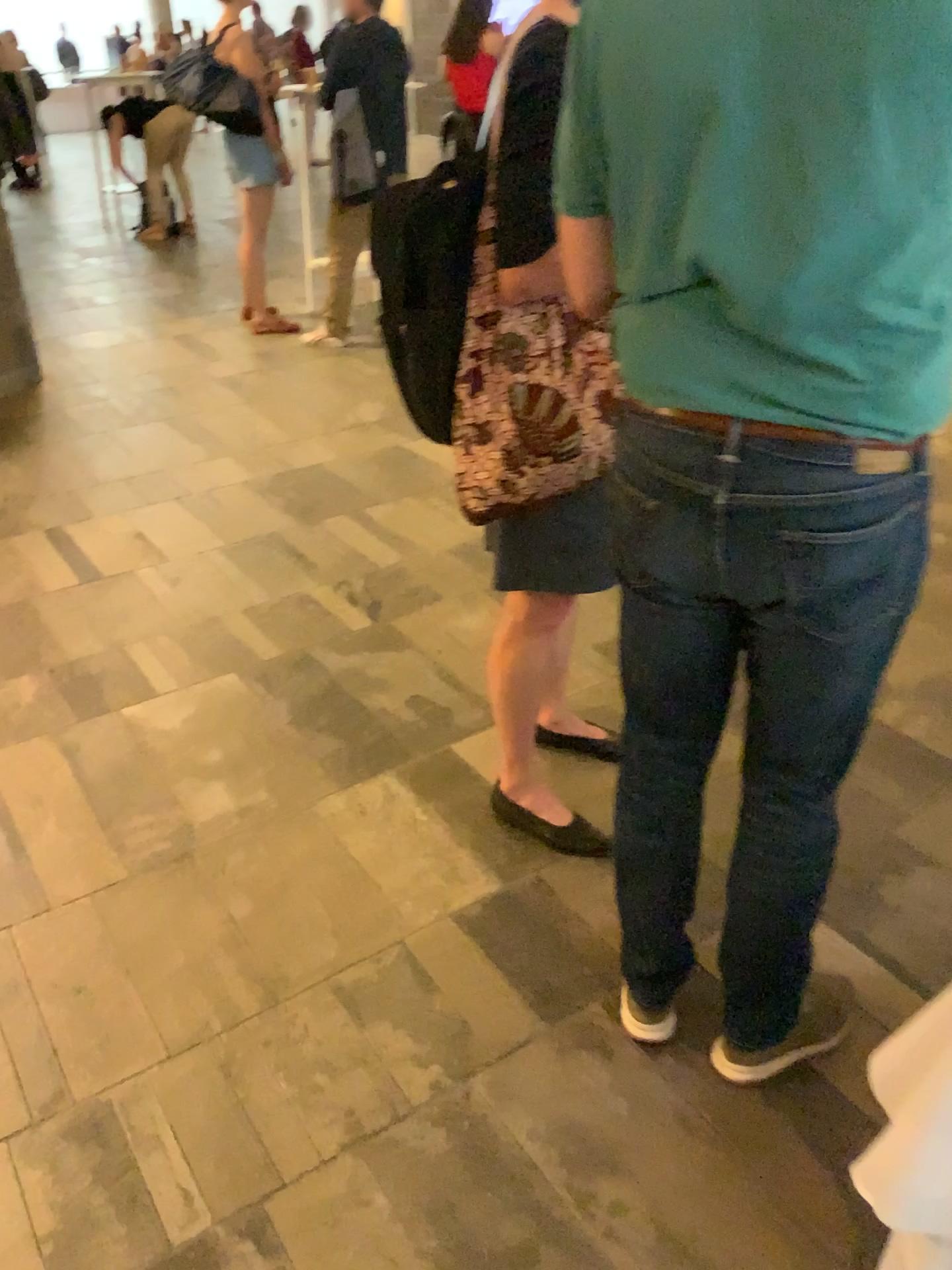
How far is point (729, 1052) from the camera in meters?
1.6 m

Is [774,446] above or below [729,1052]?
above

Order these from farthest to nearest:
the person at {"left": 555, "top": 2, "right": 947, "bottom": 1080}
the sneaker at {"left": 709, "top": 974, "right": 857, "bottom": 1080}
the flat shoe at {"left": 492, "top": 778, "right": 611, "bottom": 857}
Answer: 1. the flat shoe at {"left": 492, "top": 778, "right": 611, "bottom": 857}
2. the sneaker at {"left": 709, "top": 974, "right": 857, "bottom": 1080}
3. the person at {"left": 555, "top": 2, "right": 947, "bottom": 1080}

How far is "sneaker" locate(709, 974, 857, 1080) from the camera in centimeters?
159cm

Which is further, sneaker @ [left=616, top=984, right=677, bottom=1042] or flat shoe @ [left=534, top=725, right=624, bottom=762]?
flat shoe @ [left=534, top=725, right=624, bottom=762]

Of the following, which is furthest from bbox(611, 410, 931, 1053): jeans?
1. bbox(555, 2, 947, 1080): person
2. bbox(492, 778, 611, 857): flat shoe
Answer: bbox(492, 778, 611, 857): flat shoe

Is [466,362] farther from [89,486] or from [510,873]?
[89,486]

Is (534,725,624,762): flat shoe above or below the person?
below

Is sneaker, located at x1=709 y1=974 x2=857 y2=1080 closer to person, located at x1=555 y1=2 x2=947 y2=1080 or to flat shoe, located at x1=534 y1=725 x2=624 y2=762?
person, located at x1=555 y1=2 x2=947 y2=1080

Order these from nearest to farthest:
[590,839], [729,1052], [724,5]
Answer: [724,5]
[729,1052]
[590,839]
